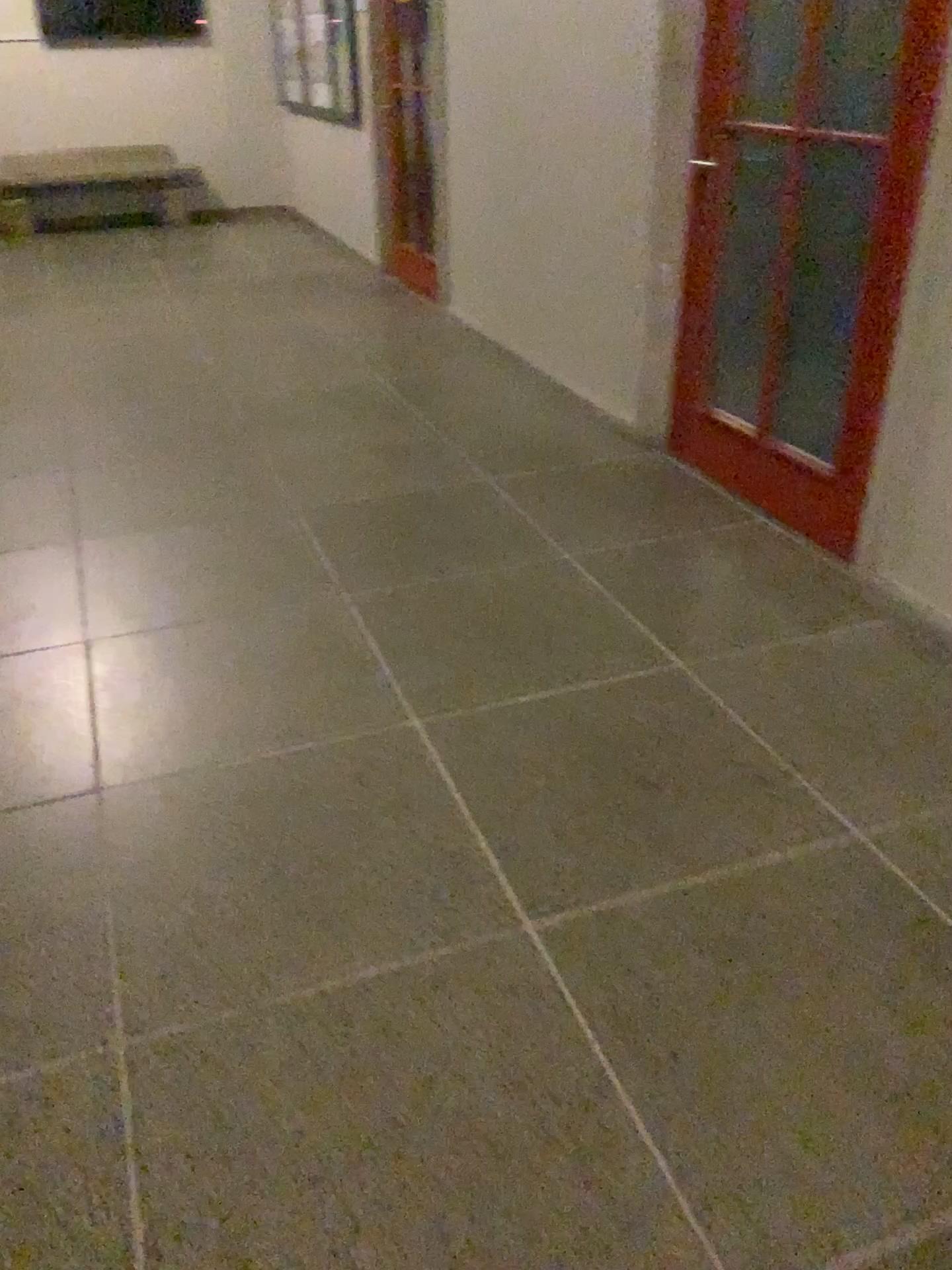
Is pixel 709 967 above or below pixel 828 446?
below
